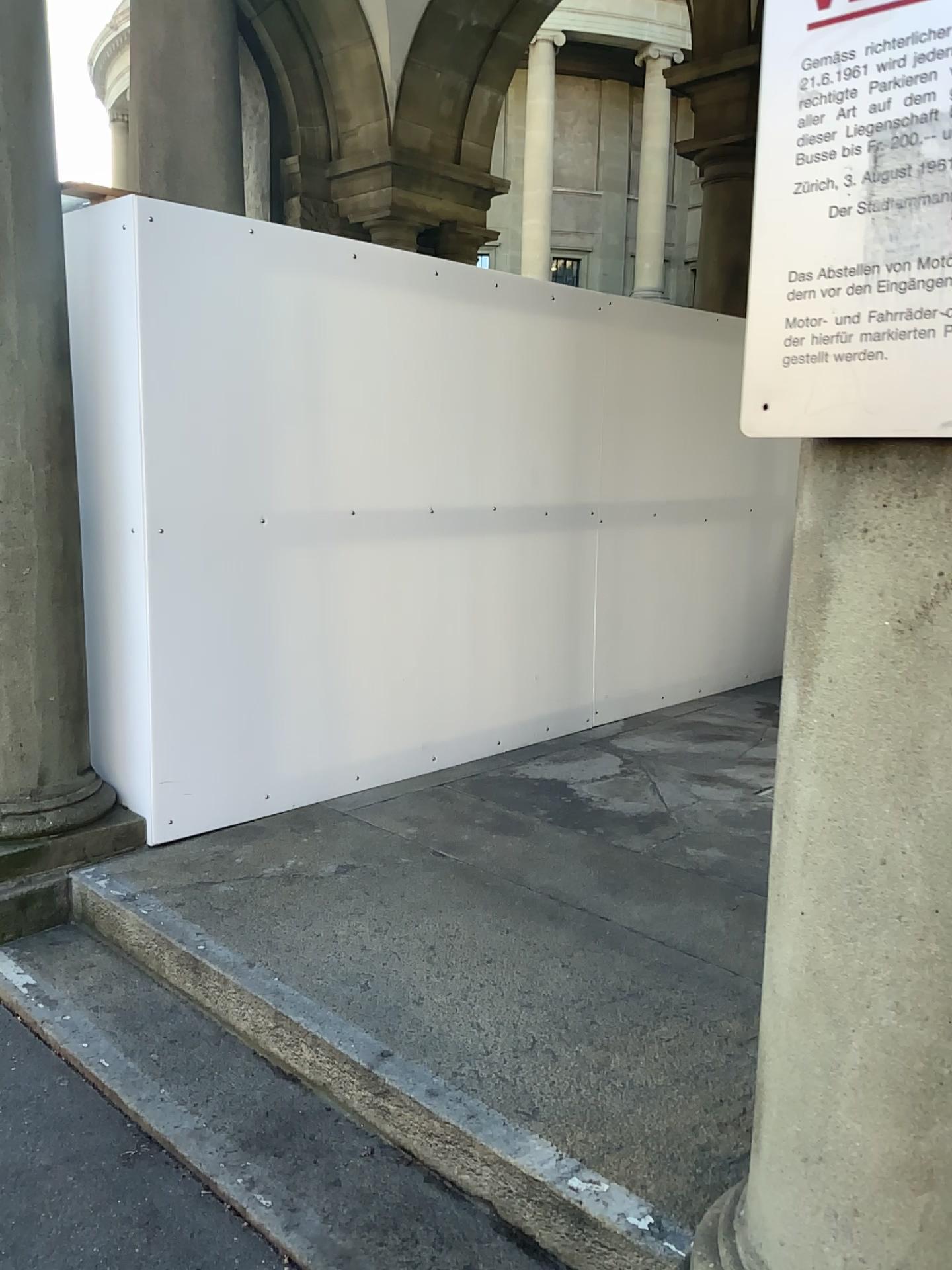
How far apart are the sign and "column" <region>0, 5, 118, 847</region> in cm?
257

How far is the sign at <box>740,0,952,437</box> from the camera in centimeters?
112cm

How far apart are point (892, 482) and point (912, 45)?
0.46m

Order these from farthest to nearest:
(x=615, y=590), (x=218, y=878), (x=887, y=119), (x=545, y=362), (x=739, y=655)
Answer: (x=739, y=655), (x=615, y=590), (x=545, y=362), (x=218, y=878), (x=887, y=119)

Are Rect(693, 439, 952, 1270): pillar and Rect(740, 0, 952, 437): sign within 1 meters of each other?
yes

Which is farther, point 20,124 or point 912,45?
point 20,124

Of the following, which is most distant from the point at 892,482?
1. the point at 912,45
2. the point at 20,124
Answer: the point at 20,124

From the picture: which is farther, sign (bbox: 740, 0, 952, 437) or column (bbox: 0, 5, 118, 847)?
column (bbox: 0, 5, 118, 847)

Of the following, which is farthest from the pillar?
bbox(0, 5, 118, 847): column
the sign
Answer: bbox(0, 5, 118, 847): column

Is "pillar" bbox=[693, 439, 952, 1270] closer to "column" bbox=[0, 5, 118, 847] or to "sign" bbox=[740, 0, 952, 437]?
"sign" bbox=[740, 0, 952, 437]
